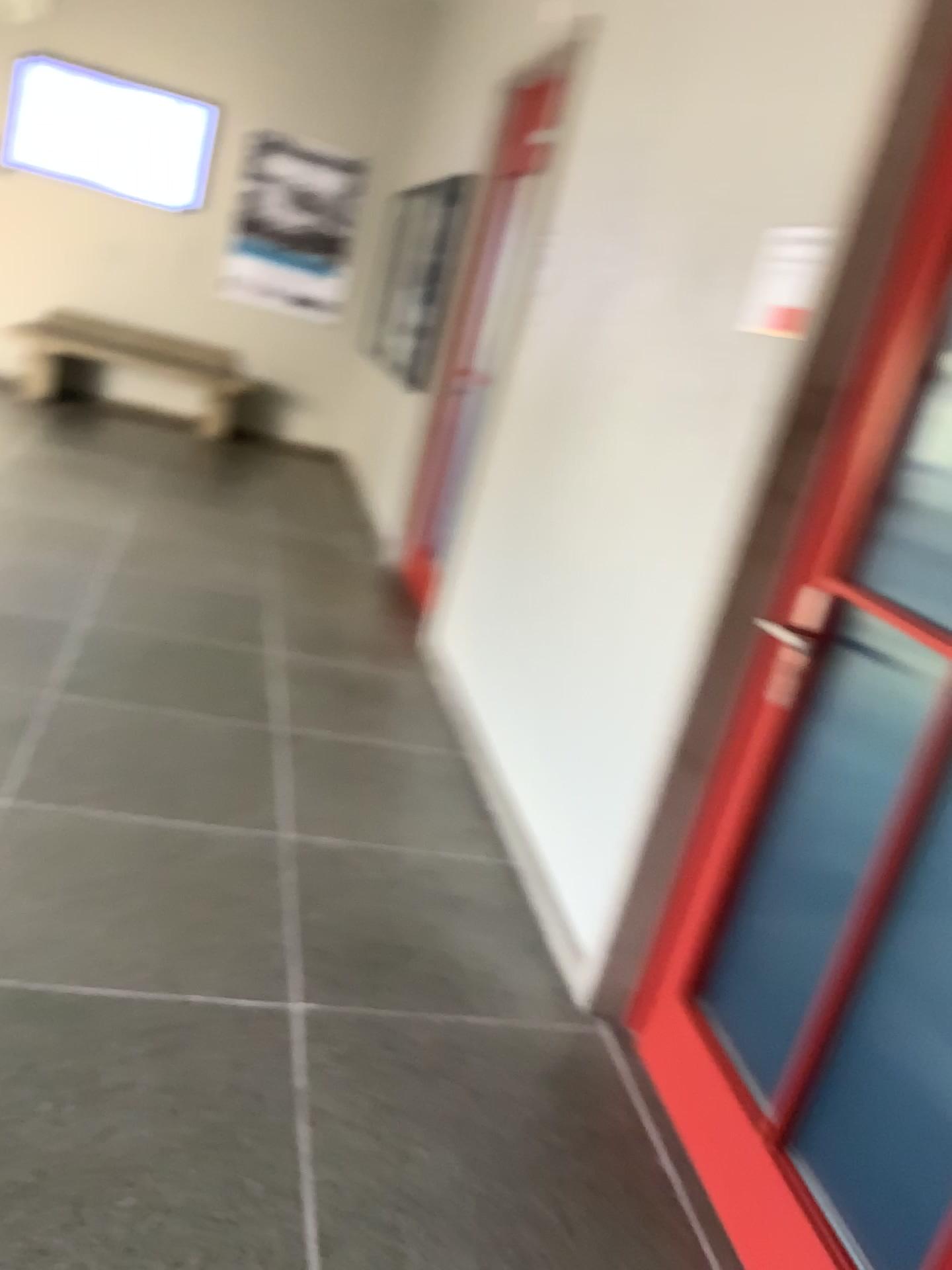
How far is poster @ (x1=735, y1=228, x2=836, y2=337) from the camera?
2.1m

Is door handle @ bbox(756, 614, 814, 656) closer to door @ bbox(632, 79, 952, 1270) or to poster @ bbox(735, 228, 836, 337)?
door @ bbox(632, 79, 952, 1270)

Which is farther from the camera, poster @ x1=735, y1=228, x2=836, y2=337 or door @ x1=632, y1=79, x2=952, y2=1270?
poster @ x1=735, y1=228, x2=836, y2=337

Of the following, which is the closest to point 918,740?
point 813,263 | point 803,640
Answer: point 803,640

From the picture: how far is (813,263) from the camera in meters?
2.1

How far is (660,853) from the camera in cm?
232

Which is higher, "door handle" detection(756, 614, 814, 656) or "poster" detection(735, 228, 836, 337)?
"poster" detection(735, 228, 836, 337)

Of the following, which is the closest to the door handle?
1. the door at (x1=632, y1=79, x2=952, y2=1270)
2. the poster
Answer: the door at (x1=632, y1=79, x2=952, y2=1270)

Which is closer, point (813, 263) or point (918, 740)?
point (918, 740)
